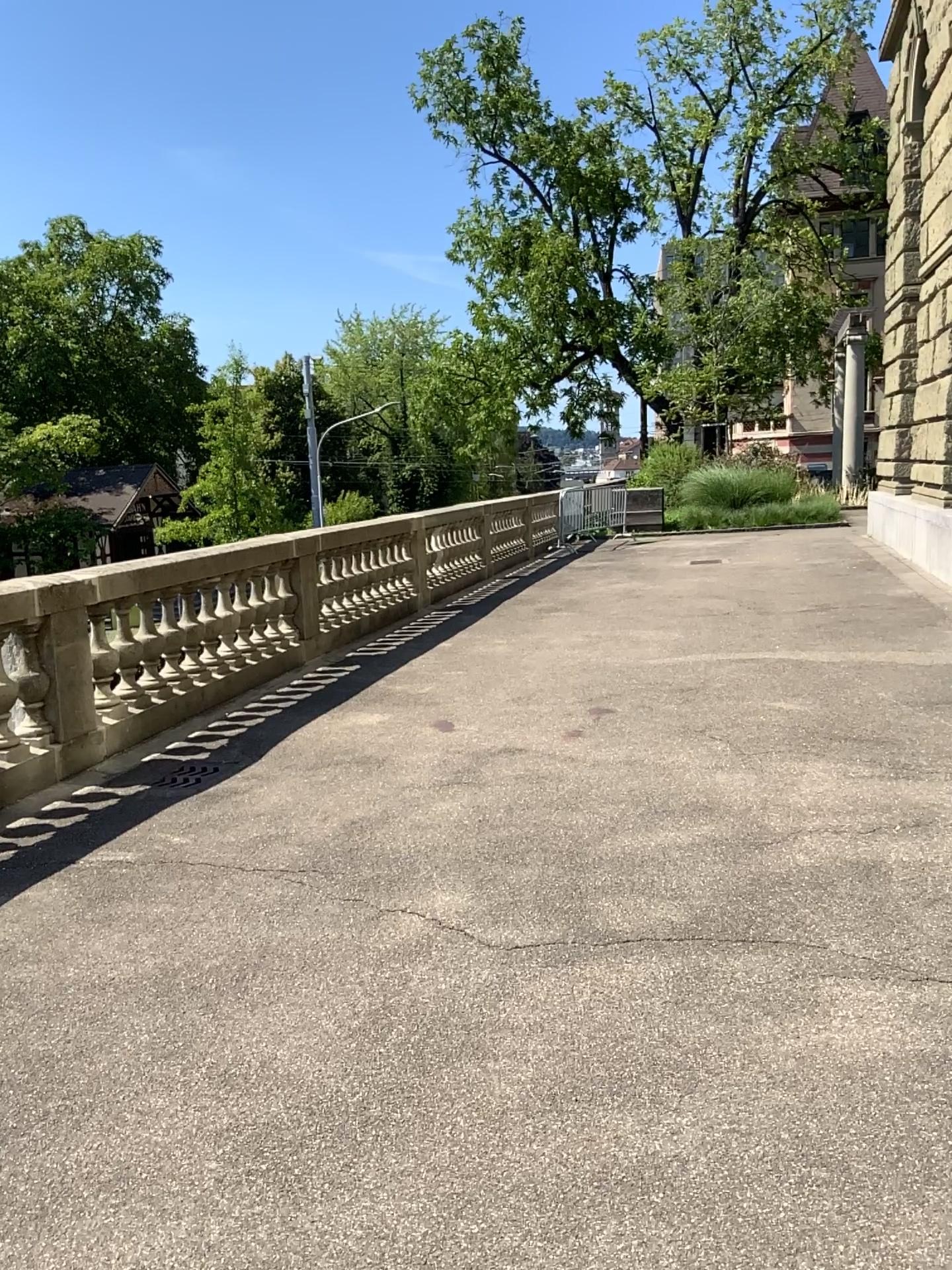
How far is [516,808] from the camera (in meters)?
4.71
